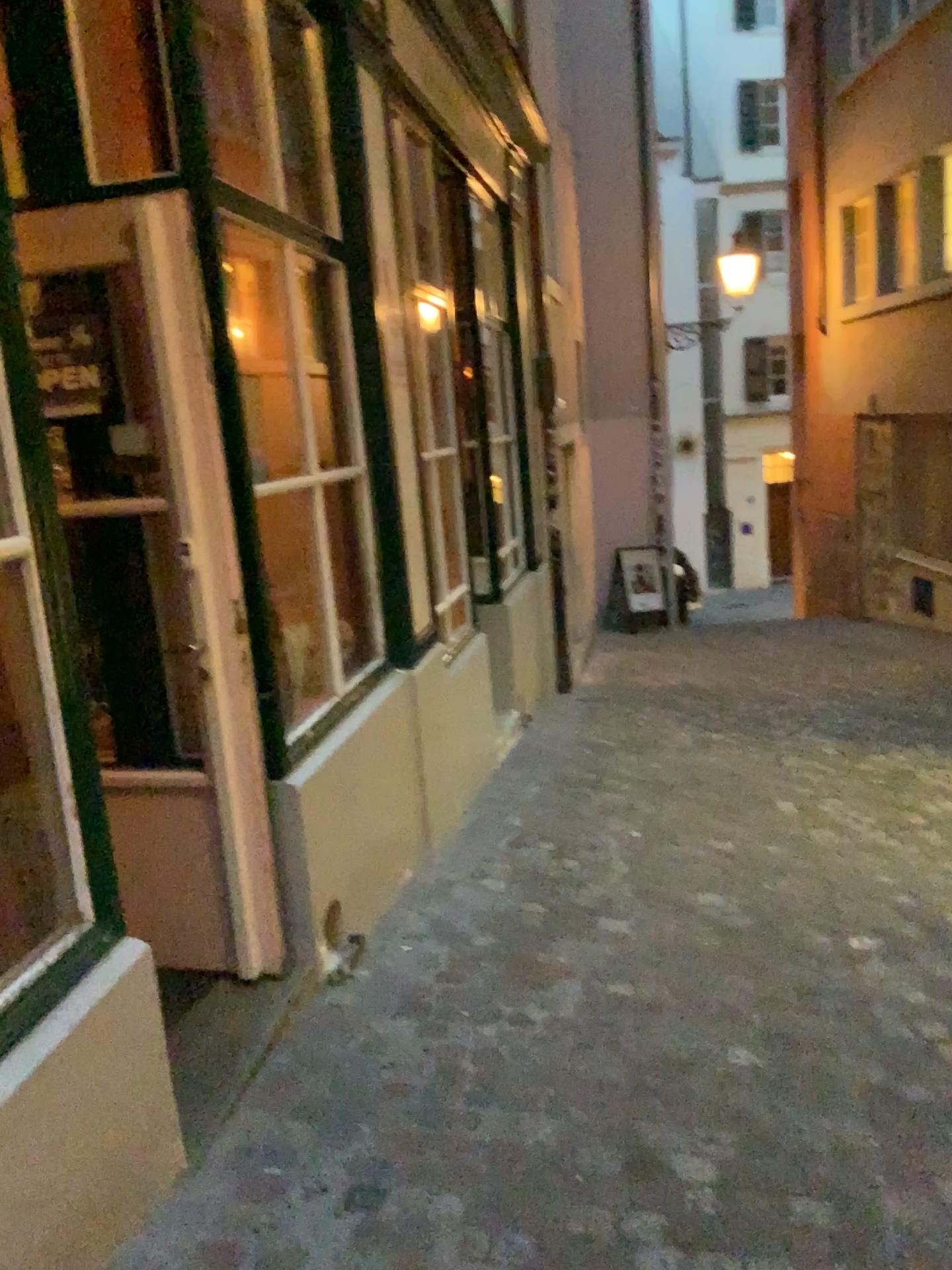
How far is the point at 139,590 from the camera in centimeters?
290cm

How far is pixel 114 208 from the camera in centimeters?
263cm

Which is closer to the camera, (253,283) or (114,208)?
(114,208)

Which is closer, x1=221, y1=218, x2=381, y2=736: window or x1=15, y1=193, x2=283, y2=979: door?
x1=15, y1=193, x2=283, y2=979: door

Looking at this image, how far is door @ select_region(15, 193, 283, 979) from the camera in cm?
263
